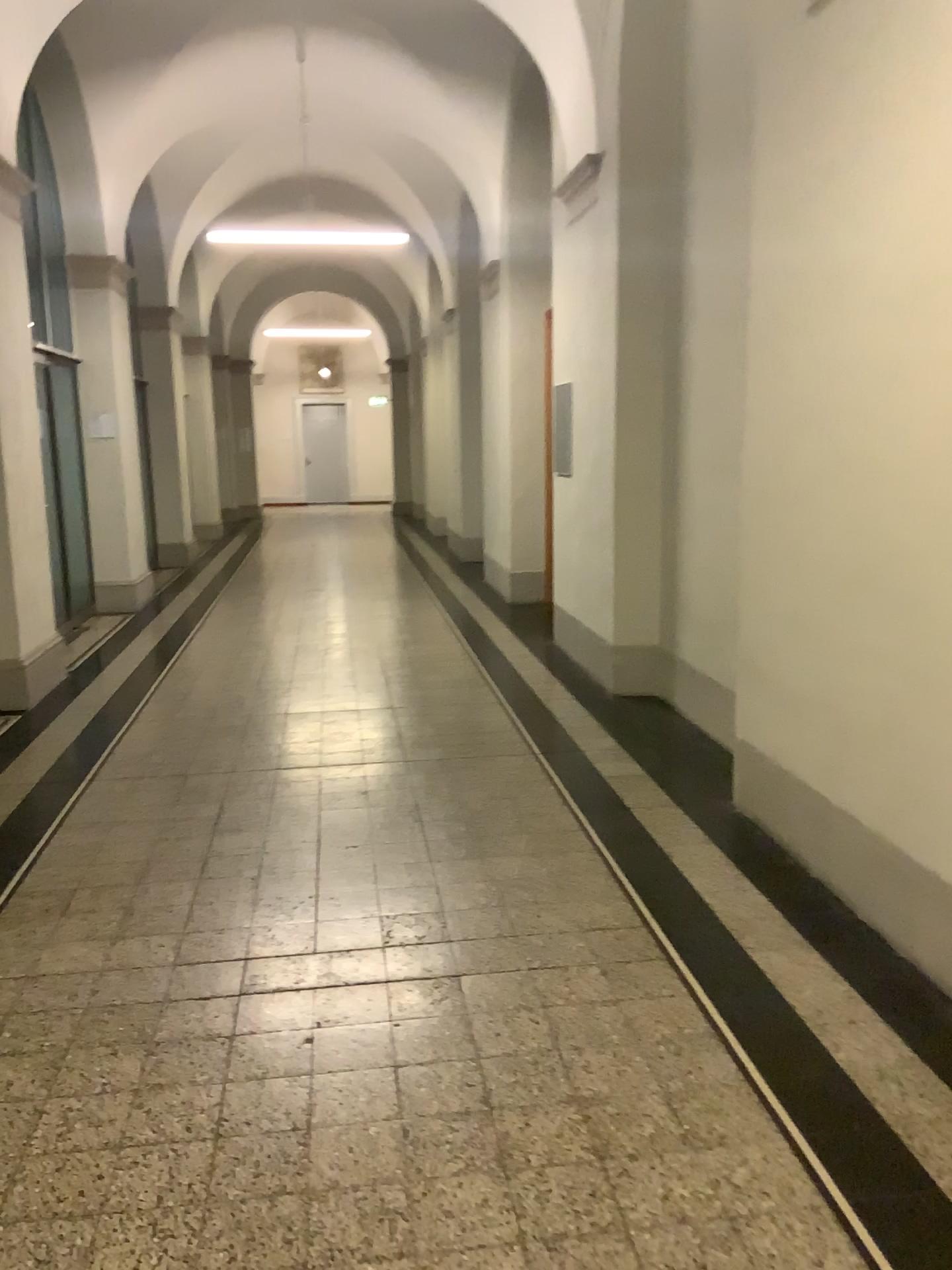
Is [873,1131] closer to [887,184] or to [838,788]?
[838,788]
